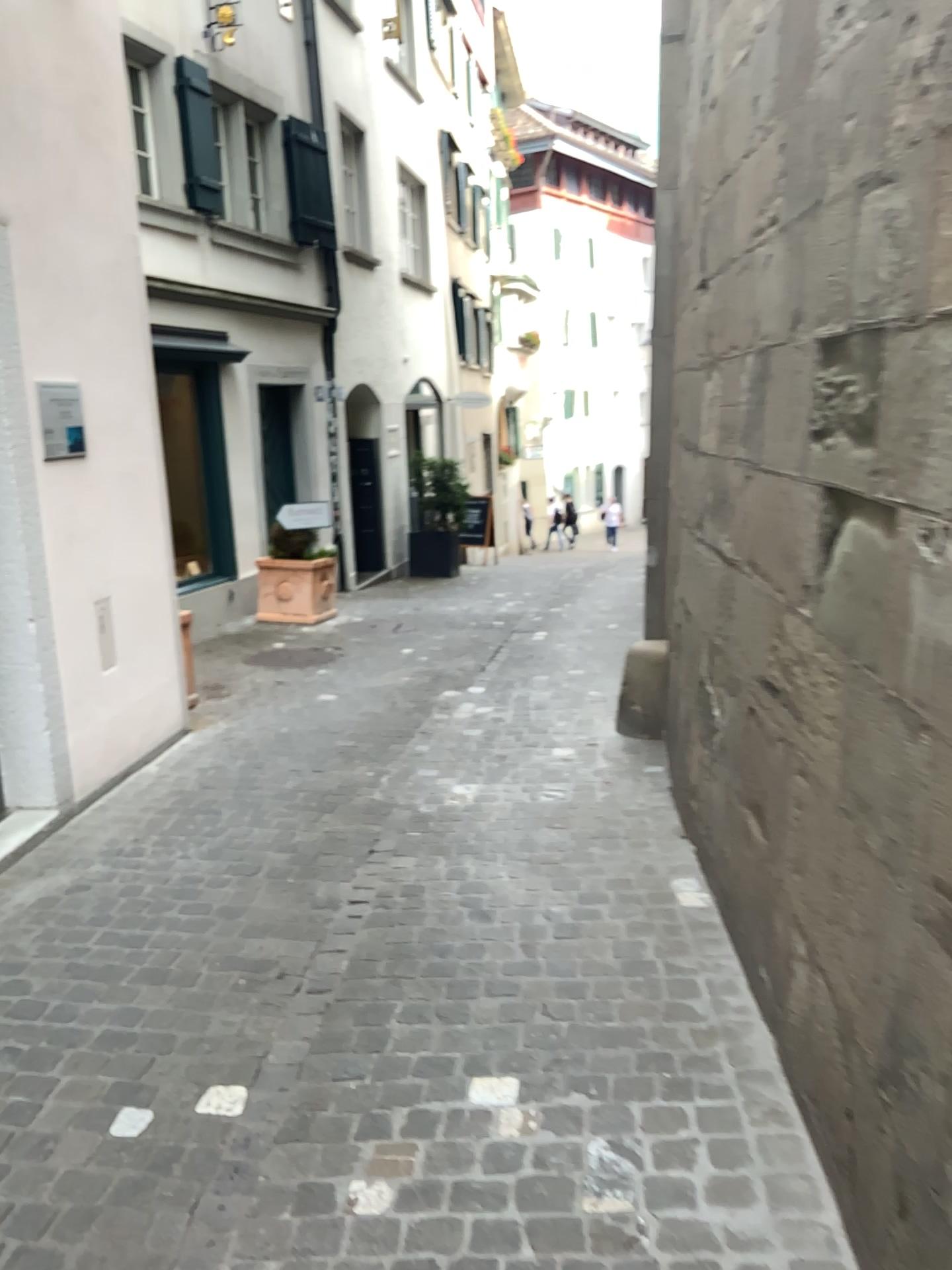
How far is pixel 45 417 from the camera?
4.1m

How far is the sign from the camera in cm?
413

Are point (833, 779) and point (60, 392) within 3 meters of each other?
no
